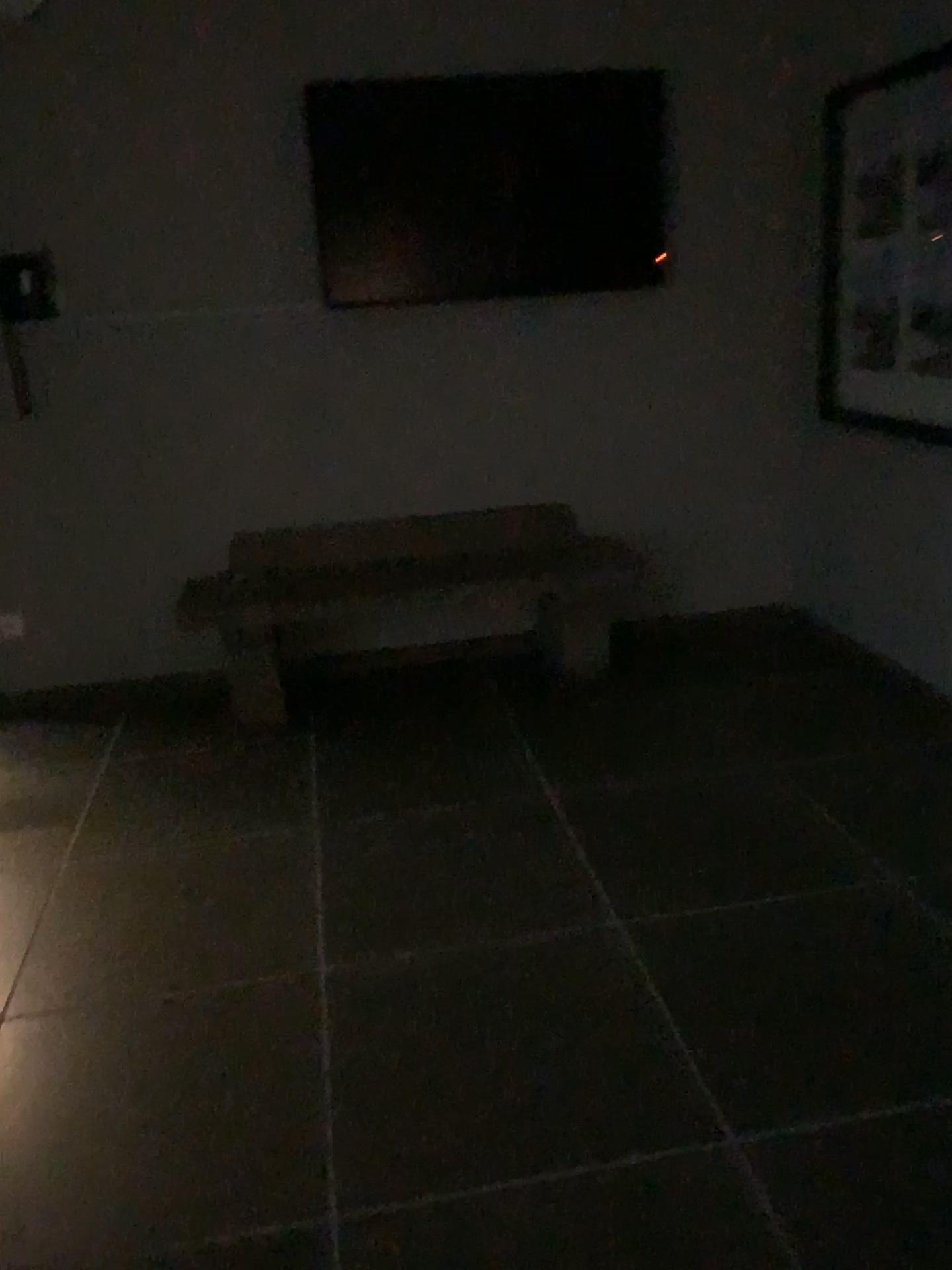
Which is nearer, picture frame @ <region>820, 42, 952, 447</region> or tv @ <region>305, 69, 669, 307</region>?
picture frame @ <region>820, 42, 952, 447</region>

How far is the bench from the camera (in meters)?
3.76

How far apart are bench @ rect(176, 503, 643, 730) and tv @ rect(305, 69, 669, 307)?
0.8 meters

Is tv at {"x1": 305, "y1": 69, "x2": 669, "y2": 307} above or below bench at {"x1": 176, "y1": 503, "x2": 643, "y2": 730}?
above

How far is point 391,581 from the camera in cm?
376

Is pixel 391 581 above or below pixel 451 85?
below

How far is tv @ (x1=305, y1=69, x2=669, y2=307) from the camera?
3.7 meters

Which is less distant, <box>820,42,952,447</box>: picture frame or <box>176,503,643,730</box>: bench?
<box>820,42,952,447</box>: picture frame

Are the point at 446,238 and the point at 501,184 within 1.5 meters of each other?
yes

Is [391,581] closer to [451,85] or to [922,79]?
[451,85]
